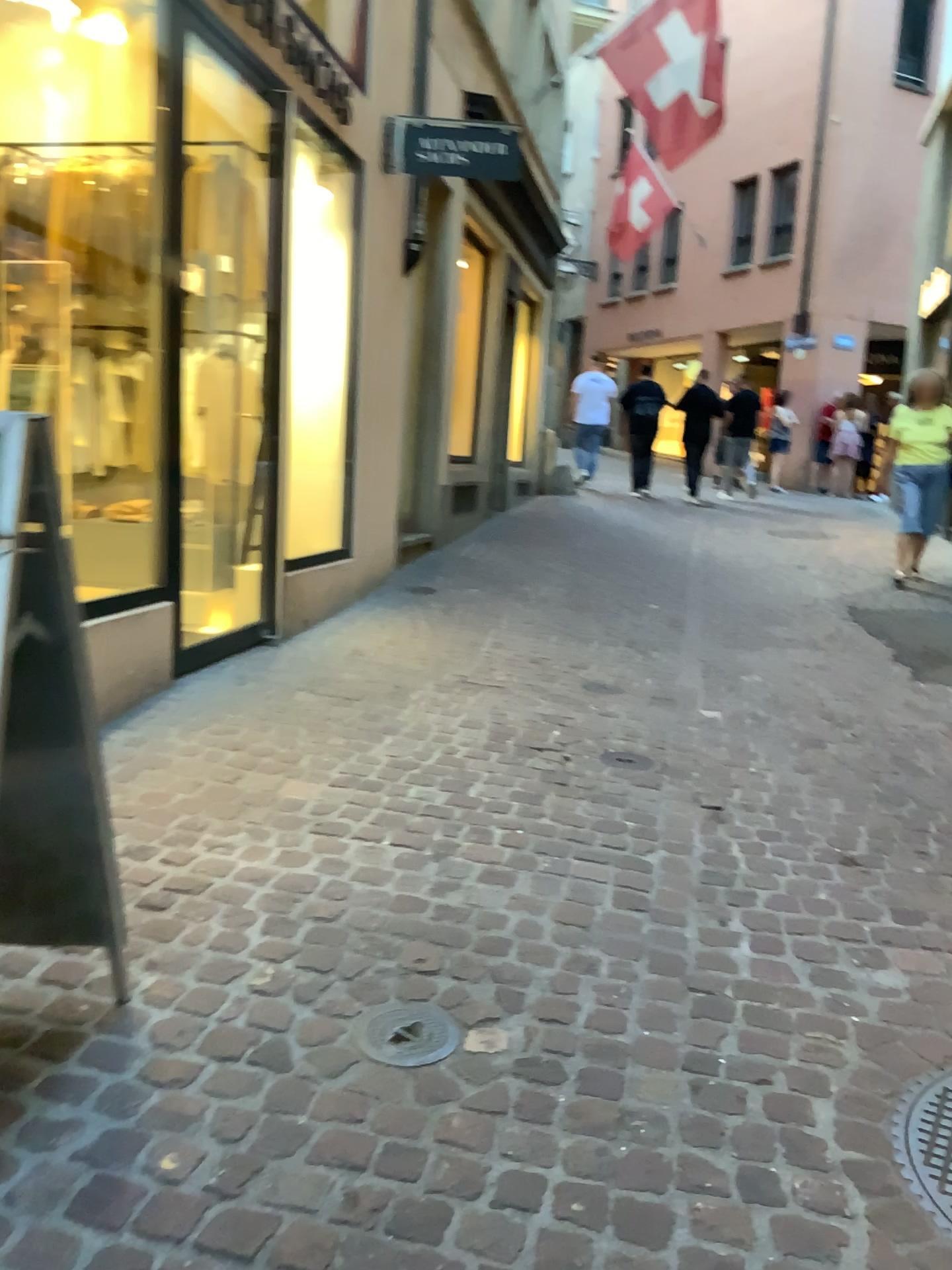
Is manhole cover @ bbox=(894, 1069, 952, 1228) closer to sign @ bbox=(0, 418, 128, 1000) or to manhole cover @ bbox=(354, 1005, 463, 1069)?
manhole cover @ bbox=(354, 1005, 463, 1069)

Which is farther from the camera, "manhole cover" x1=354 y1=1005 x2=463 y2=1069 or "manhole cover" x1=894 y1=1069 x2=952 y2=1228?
"manhole cover" x1=354 y1=1005 x2=463 y2=1069

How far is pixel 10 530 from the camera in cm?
167

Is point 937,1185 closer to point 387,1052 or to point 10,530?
point 387,1052

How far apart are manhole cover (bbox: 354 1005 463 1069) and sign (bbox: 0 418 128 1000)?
0.5 meters

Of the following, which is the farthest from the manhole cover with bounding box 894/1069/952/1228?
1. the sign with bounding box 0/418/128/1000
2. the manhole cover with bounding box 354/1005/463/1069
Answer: the sign with bounding box 0/418/128/1000

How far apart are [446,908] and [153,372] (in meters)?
2.38

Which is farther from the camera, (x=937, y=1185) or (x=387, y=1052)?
(x=387, y=1052)

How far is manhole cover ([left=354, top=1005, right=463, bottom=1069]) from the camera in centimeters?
201cm

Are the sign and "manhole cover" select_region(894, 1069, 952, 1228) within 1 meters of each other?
no
